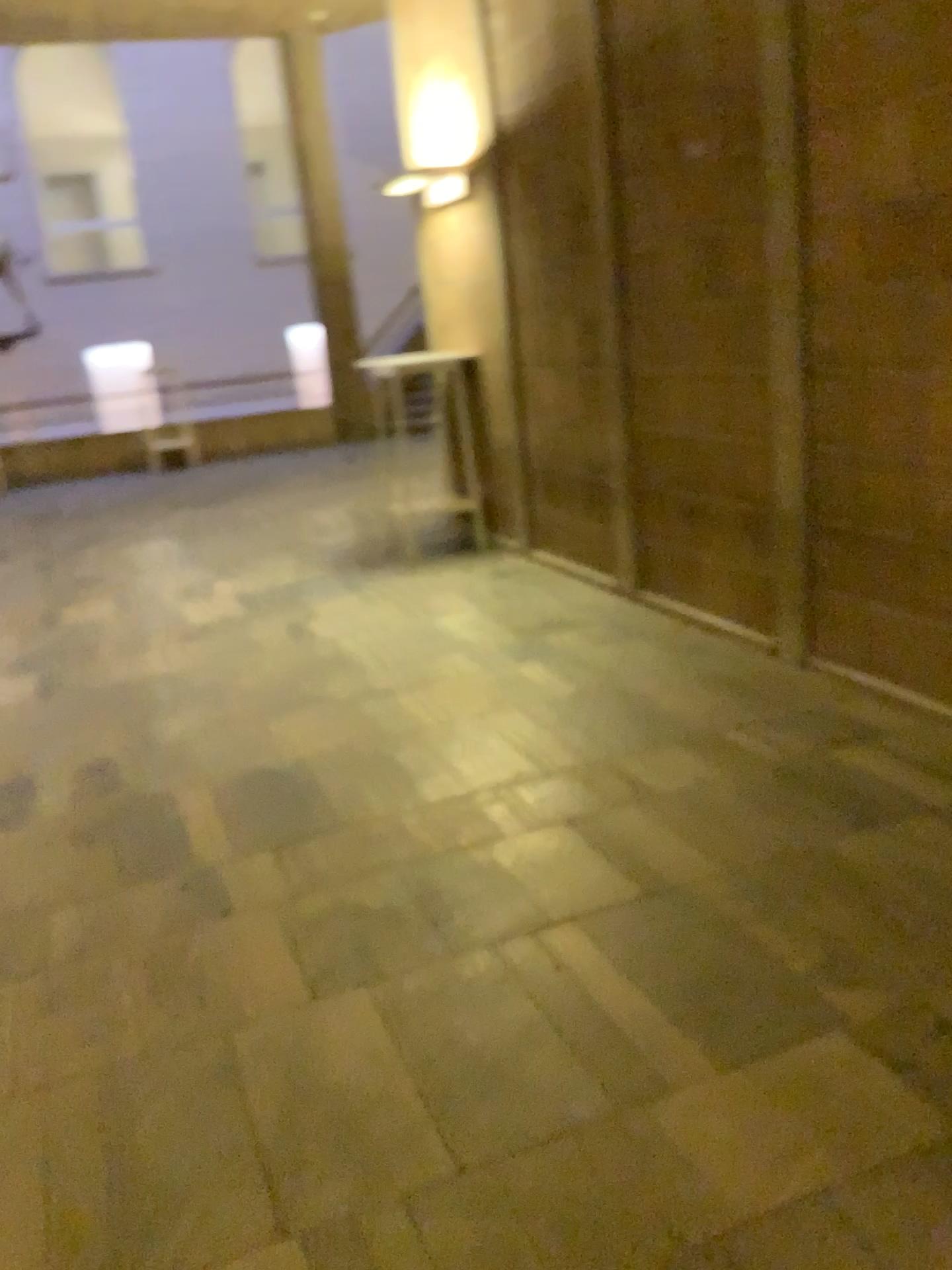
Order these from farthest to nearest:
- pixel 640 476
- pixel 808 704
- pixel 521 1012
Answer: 1. pixel 640 476
2. pixel 808 704
3. pixel 521 1012
